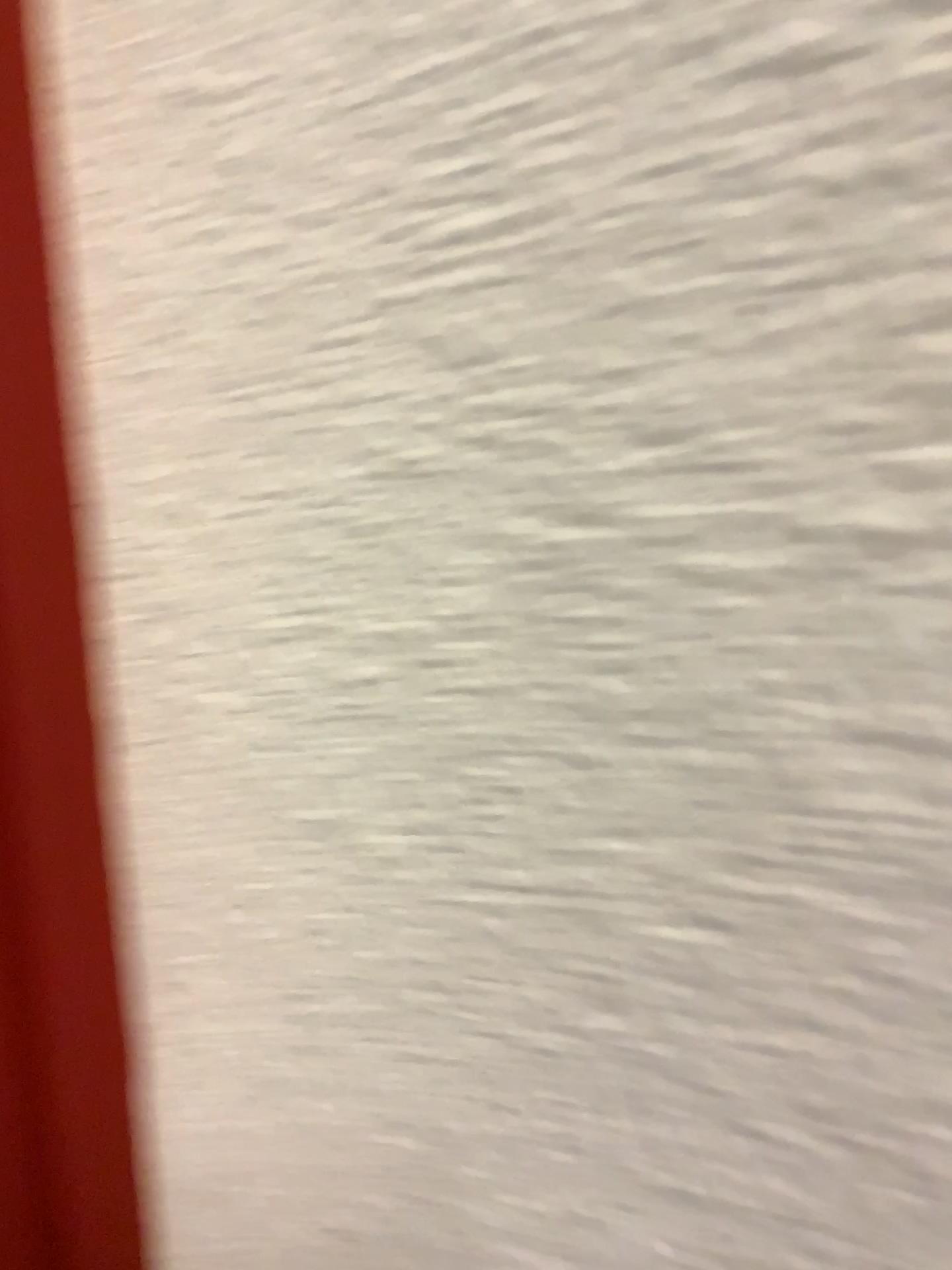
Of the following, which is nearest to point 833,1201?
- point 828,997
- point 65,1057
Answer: point 828,997

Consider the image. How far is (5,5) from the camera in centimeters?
32cm

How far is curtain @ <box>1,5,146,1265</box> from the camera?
0.3m
